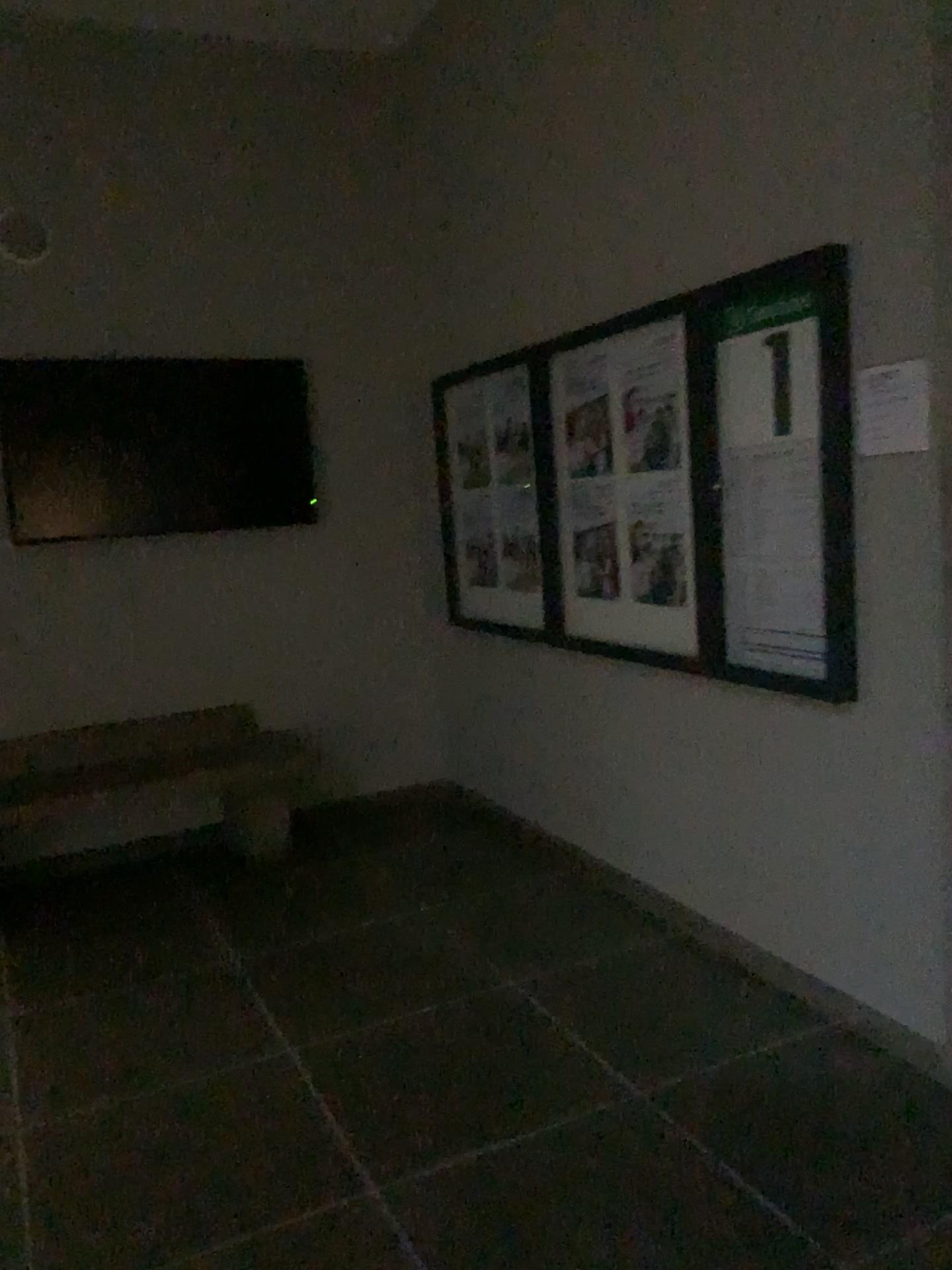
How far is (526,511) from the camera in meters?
4.2

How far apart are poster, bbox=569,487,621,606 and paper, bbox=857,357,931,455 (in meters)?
1.19

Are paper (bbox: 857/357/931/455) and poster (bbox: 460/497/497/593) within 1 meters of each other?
no

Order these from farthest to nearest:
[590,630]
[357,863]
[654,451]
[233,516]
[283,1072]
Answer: [233,516] → [357,863] → [590,630] → [654,451] → [283,1072]

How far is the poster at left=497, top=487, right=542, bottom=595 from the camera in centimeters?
417cm

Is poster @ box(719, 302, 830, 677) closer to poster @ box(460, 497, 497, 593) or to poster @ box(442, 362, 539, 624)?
poster @ box(442, 362, 539, 624)

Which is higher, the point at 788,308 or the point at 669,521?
the point at 788,308

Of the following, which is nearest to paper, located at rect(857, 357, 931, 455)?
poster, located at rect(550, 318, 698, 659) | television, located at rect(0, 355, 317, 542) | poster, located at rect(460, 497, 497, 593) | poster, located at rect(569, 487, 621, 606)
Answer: poster, located at rect(550, 318, 698, 659)

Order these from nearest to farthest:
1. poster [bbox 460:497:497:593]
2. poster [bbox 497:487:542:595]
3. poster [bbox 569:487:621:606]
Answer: poster [bbox 569:487:621:606] < poster [bbox 497:487:542:595] < poster [bbox 460:497:497:593]

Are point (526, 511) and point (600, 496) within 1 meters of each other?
yes
